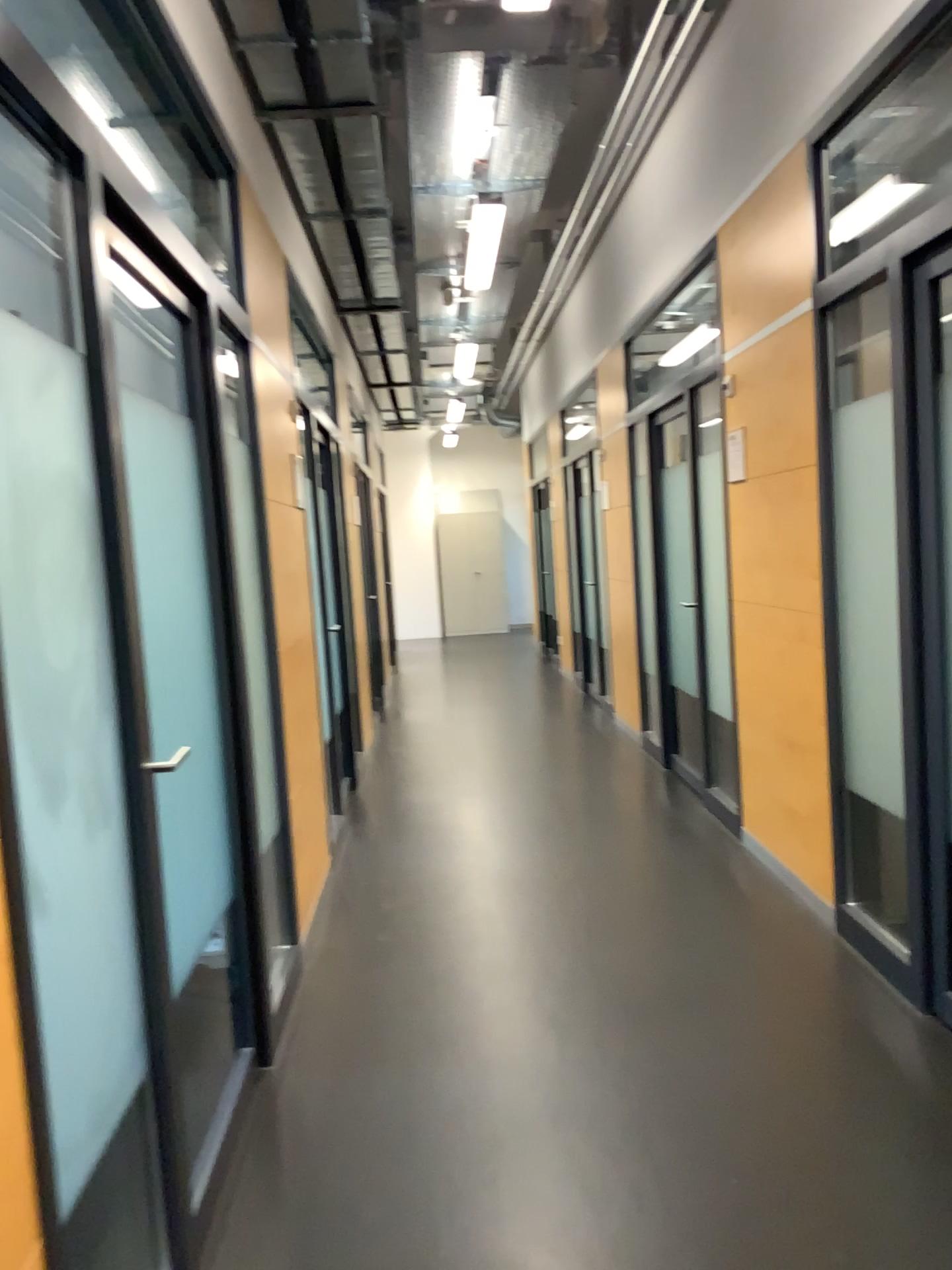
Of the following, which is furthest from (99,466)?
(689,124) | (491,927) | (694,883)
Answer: (689,124)
